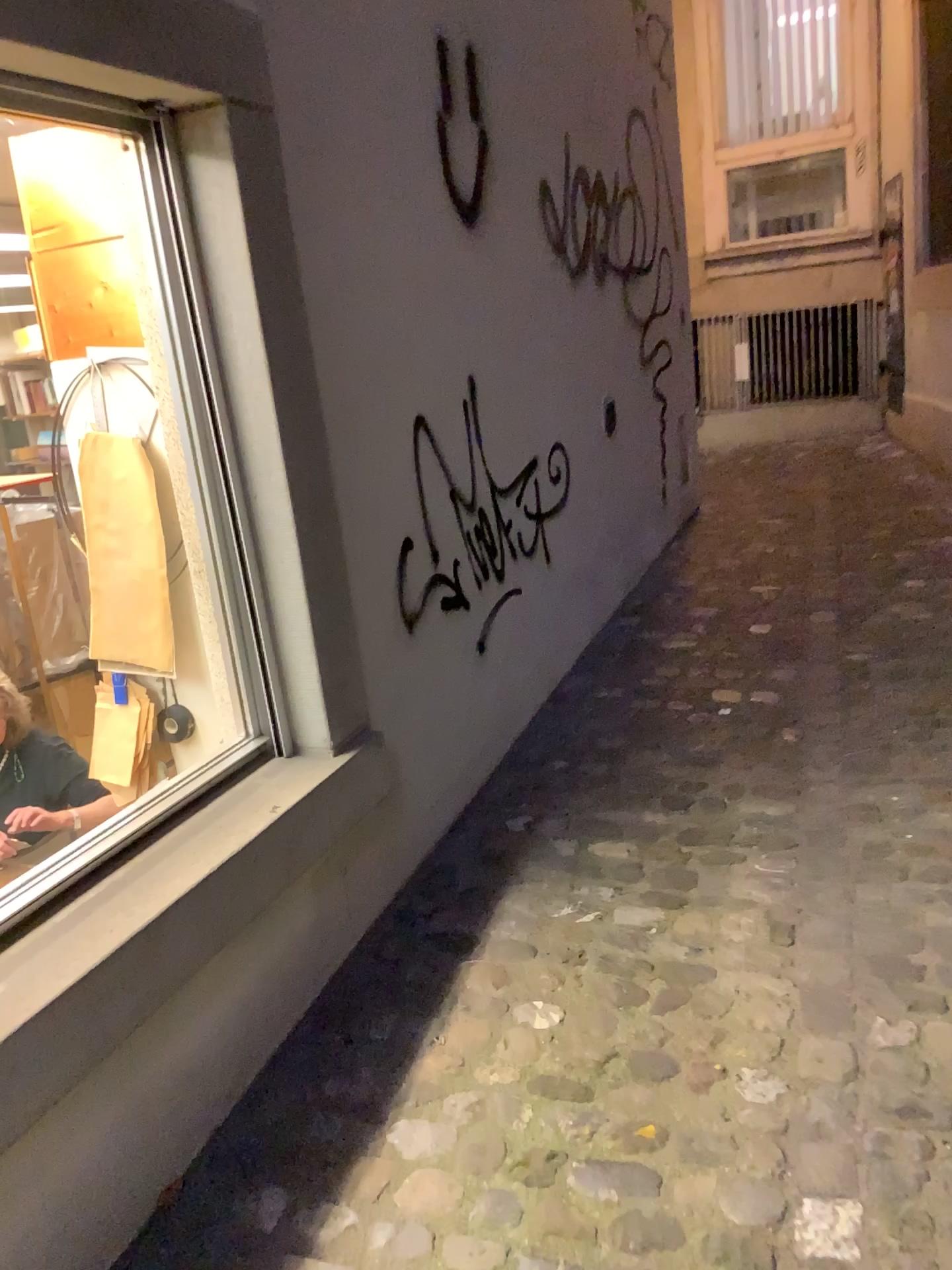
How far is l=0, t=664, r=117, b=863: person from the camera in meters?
1.5

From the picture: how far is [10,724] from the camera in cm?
152

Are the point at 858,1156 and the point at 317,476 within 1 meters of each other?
no

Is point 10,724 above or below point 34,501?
below
